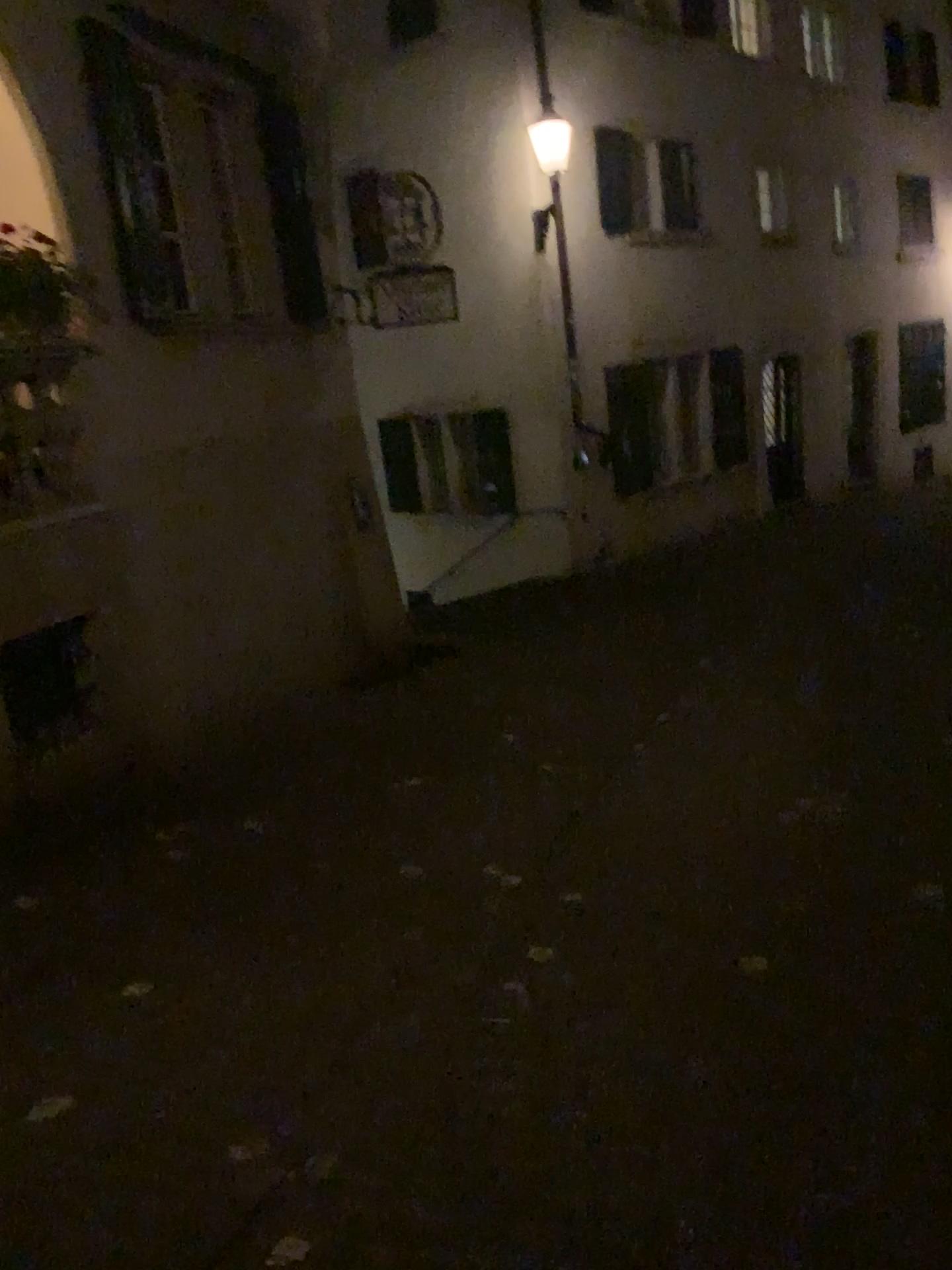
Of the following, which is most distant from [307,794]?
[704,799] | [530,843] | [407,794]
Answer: [704,799]
